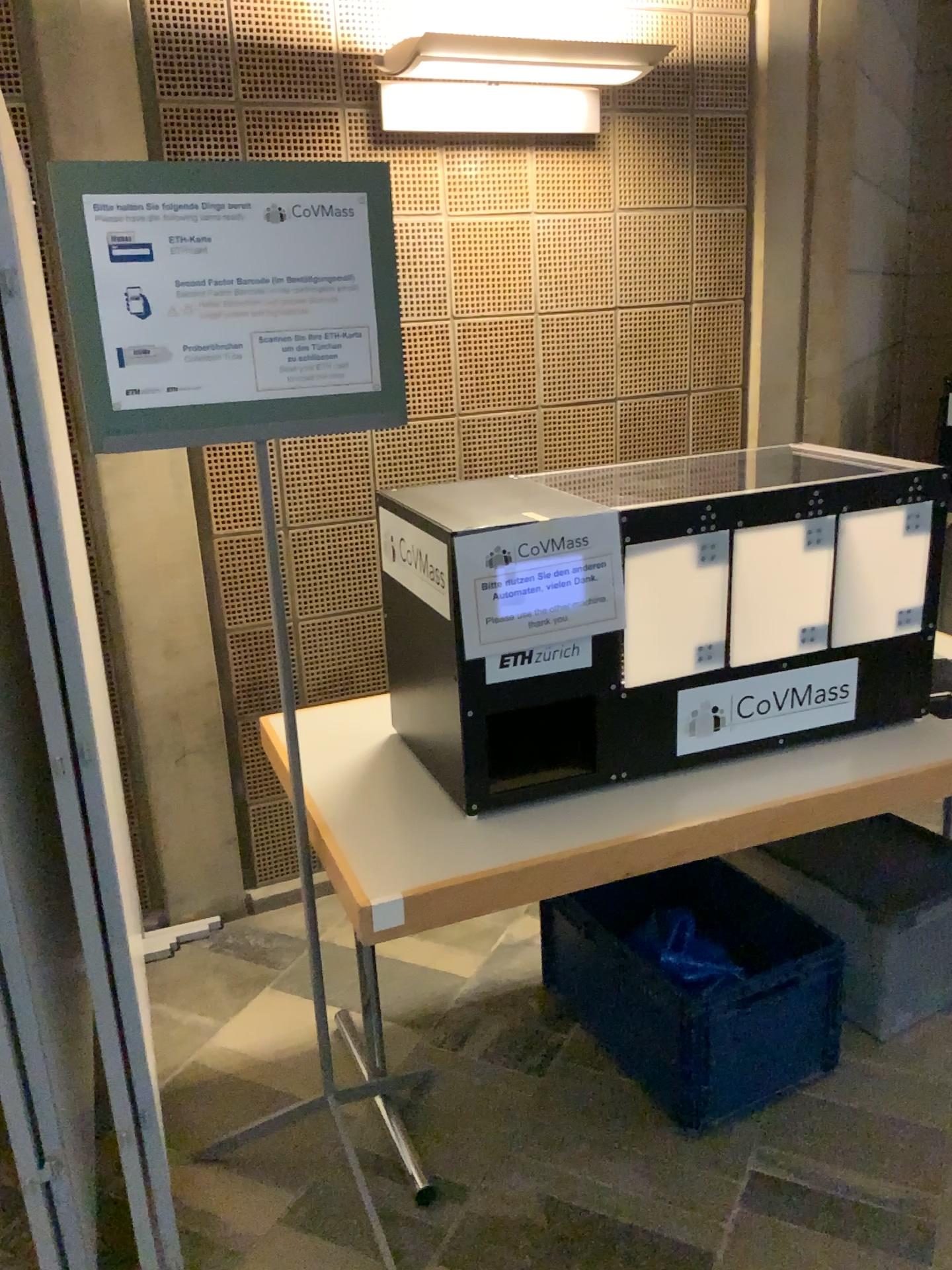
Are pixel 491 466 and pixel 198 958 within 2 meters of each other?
yes

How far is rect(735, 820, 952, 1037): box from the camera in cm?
228

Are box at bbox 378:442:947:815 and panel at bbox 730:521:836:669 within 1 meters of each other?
yes

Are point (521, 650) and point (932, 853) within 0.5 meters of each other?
no

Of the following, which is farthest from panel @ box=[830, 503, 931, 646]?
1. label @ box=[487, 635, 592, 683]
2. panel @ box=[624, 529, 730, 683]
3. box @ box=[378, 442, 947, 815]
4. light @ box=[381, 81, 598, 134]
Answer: light @ box=[381, 81, 598, 134]

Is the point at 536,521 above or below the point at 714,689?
above

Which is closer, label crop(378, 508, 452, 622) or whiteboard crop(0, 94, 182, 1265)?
whiteboard crop(0, 94, 182, 1265)

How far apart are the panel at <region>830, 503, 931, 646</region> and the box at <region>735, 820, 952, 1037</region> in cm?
46

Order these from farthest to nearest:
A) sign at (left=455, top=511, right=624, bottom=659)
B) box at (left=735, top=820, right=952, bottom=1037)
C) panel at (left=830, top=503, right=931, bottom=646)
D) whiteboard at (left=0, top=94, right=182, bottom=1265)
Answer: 1. box at (left=735, top=820, right=952, bottom=1037)
2. panel at (left=830, top=503, right=931, bottom=646)
3. sign at (left=455, top=511, right=624, bottom=659)
4. whiteboard at (left=0, top=94, right=182, bottom=1265)

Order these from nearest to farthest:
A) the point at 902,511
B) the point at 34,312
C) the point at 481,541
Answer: the point at 34,312 → the point at 481,541 → the point at 902,511
